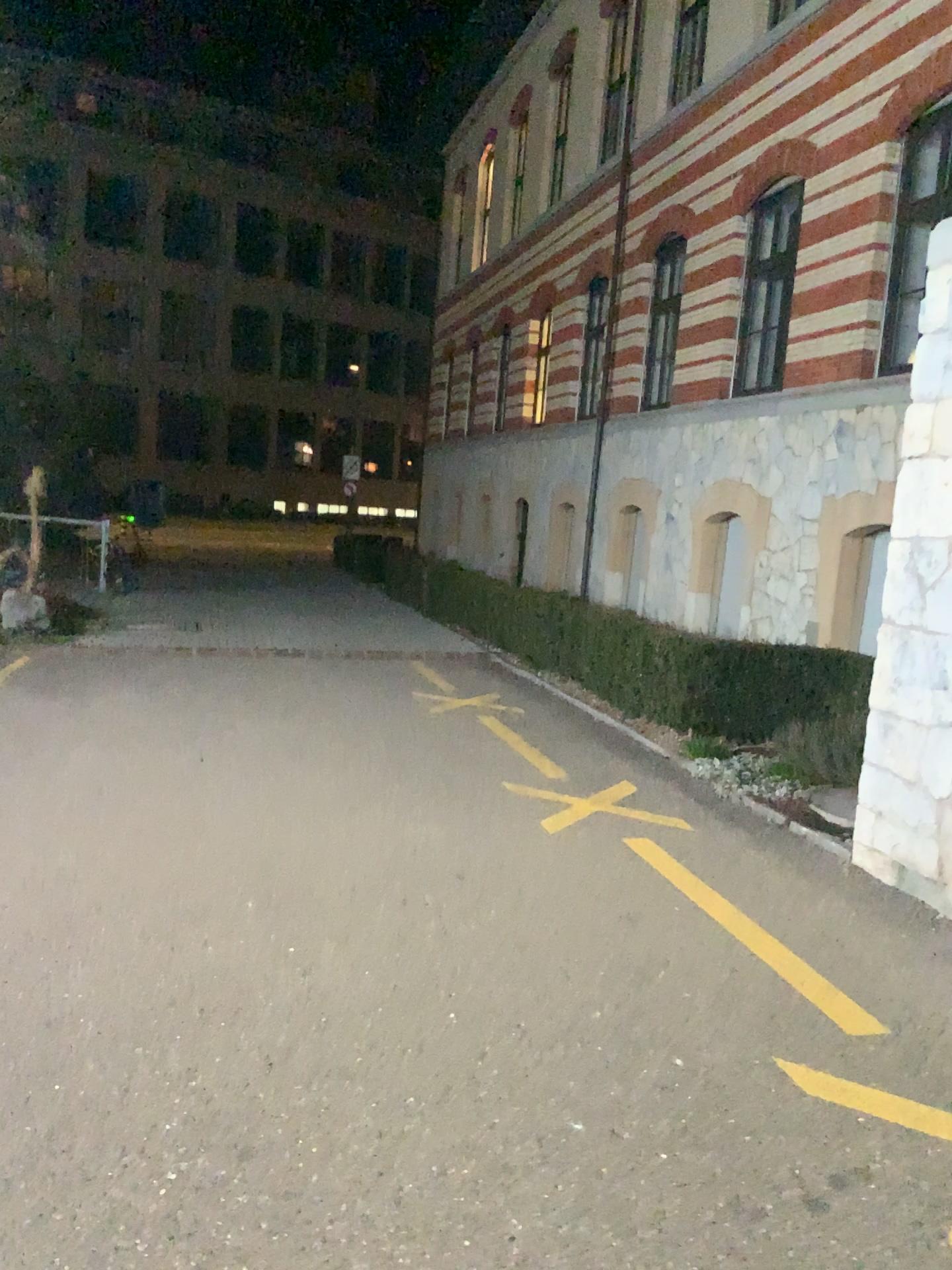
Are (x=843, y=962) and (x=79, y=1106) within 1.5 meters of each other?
no
